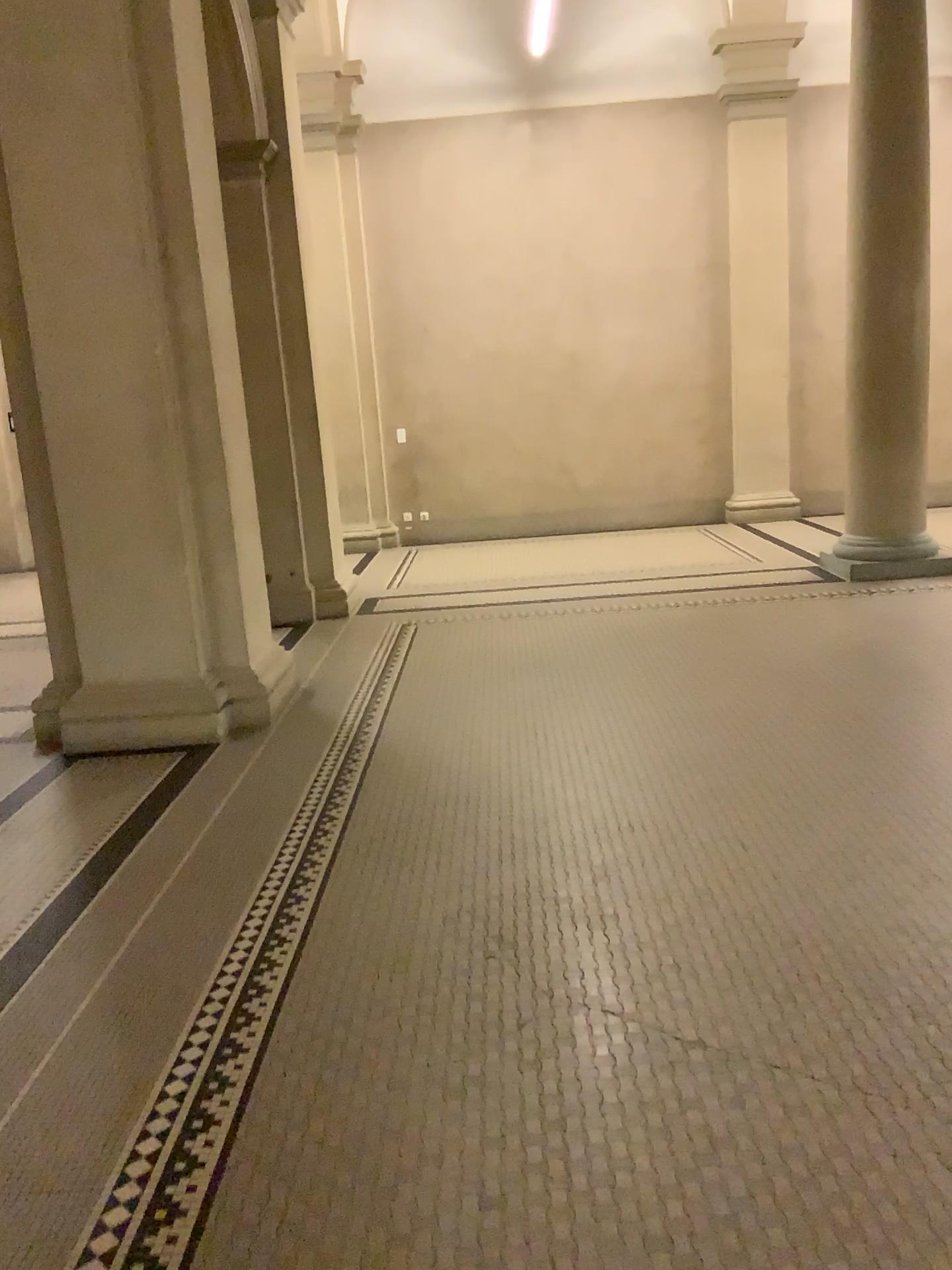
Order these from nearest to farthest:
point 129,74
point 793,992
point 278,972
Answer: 1. point 793,992
2. point 278,972
3. point 129,74
